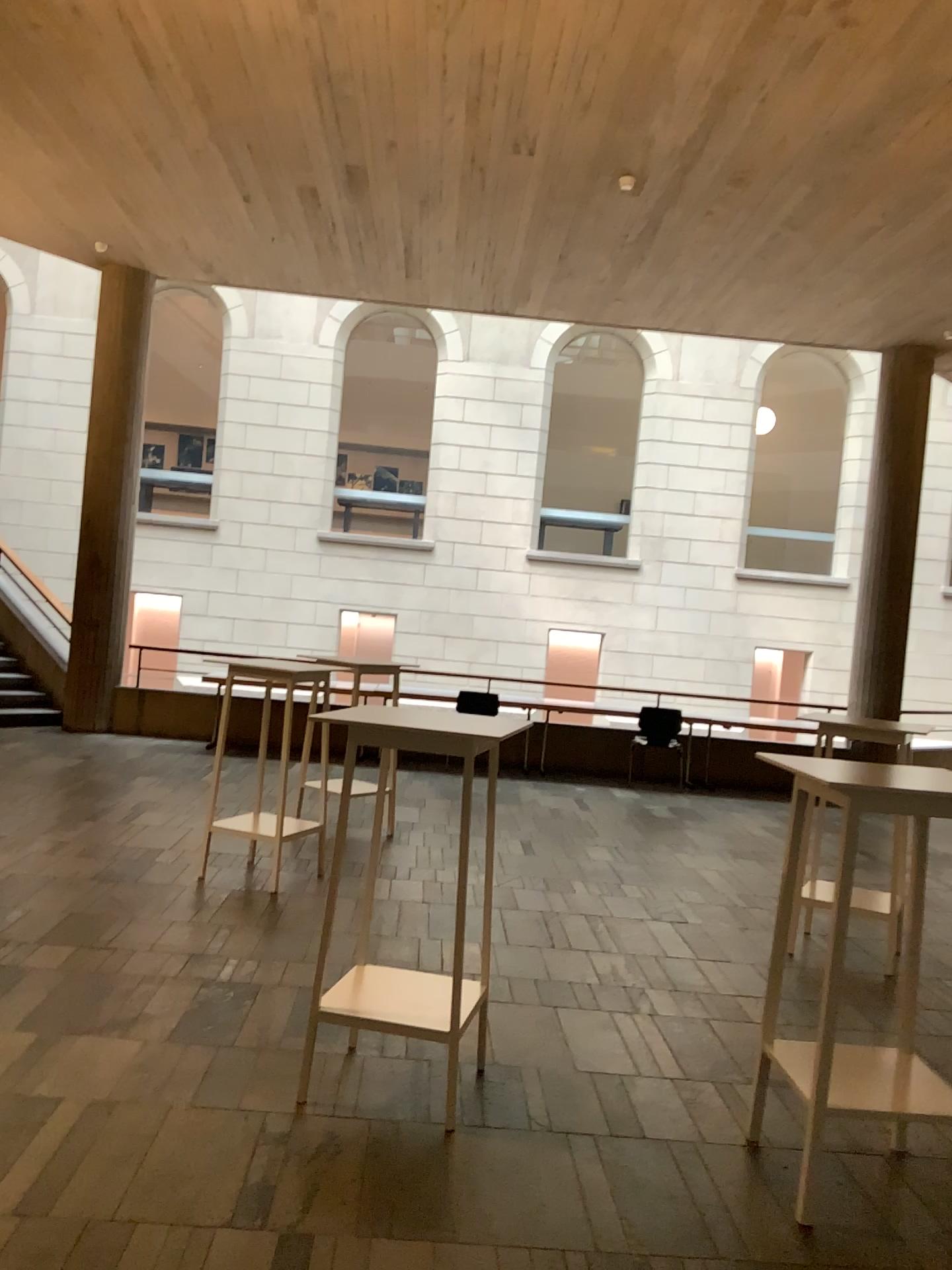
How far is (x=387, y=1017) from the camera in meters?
3.2 m

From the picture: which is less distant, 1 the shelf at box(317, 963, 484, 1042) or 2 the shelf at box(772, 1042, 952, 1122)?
2 the shelf at box(772, 1042, 952, 1122)

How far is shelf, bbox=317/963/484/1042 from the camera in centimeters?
316cm

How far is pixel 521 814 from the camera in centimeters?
751cm

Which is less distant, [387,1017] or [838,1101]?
[838,1101]
